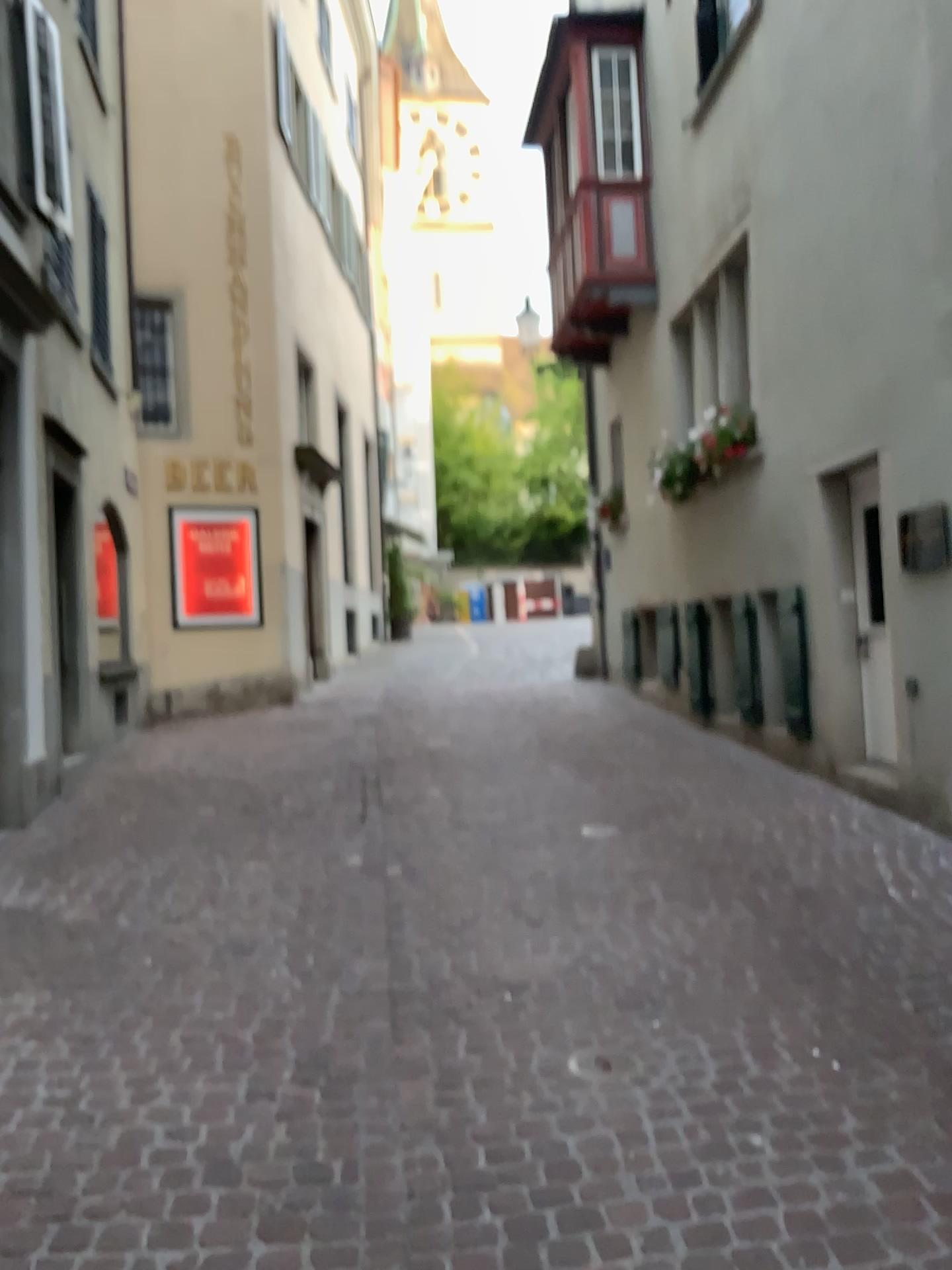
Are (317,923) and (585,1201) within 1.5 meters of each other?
no
